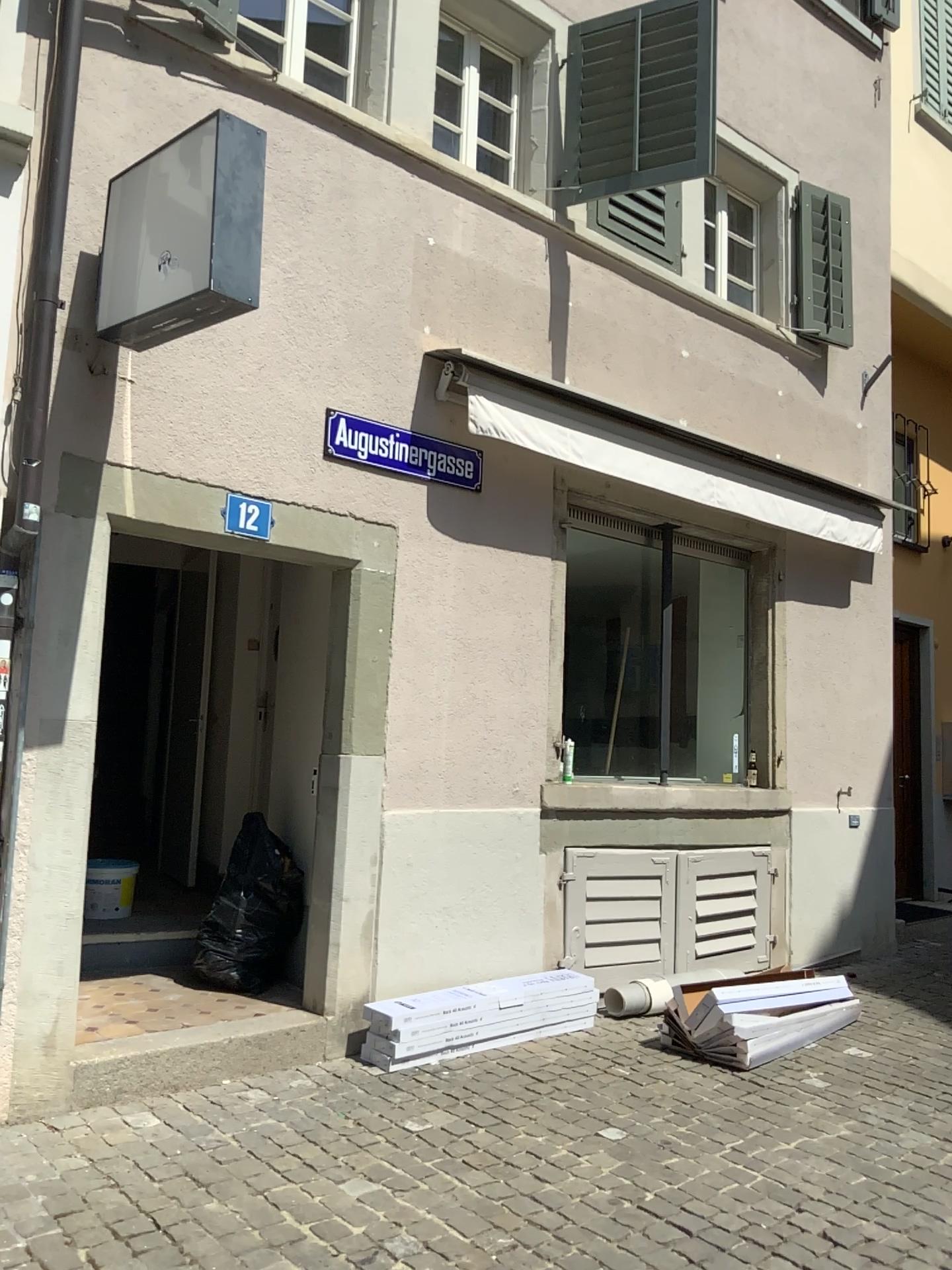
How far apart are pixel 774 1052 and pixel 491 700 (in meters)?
2.02

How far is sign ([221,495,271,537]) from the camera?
4.2 meters

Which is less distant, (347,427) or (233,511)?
(233,511)

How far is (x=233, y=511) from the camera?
4.23m

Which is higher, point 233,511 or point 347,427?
point 347,427

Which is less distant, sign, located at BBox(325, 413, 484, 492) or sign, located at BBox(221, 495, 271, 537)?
sign, located at BBox(221, 495, 271, 537)

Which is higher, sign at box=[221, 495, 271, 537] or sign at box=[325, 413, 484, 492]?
sign at box=[325, 413, 484, 492]
